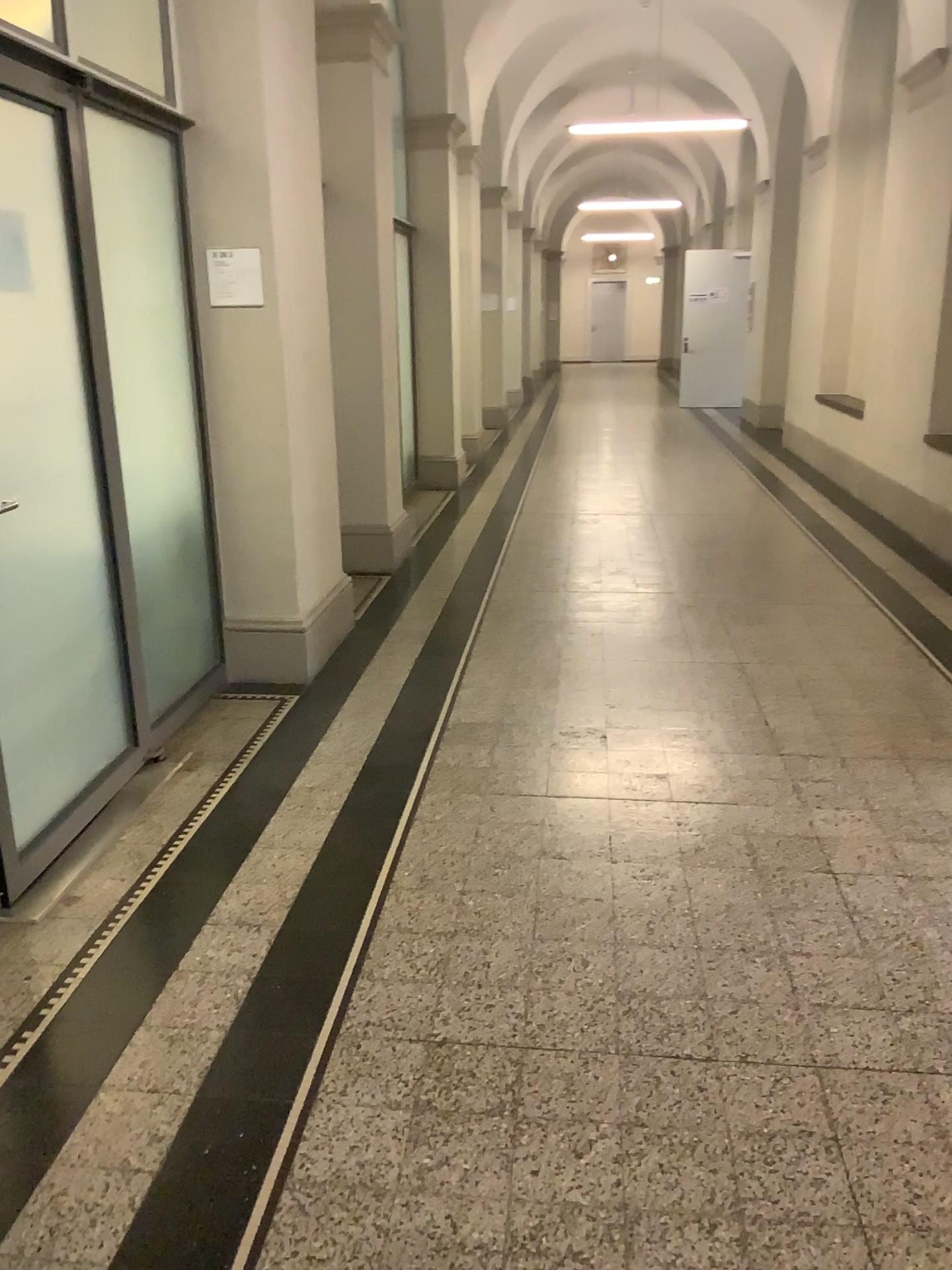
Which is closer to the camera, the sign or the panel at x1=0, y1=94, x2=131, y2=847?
the panel at x1=0, y1=94, x2=131, y2=847

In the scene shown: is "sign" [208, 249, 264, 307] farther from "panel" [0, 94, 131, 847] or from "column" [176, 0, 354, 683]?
"panel" [0, 94, 131, 847]

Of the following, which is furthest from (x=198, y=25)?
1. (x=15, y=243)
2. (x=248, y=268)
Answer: (x=15, y=243)

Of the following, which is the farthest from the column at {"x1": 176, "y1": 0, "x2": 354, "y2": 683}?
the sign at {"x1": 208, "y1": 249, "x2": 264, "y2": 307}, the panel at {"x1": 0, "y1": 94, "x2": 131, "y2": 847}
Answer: the panel at {"x1": 0, "y1": 94, "x2": 131, "y2": 847}

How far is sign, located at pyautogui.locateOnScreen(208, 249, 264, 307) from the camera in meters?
4.0

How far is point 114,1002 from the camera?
2.4m

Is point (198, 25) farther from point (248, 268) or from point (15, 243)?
point (15, 243)

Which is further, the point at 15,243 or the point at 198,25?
the point at 198,25
